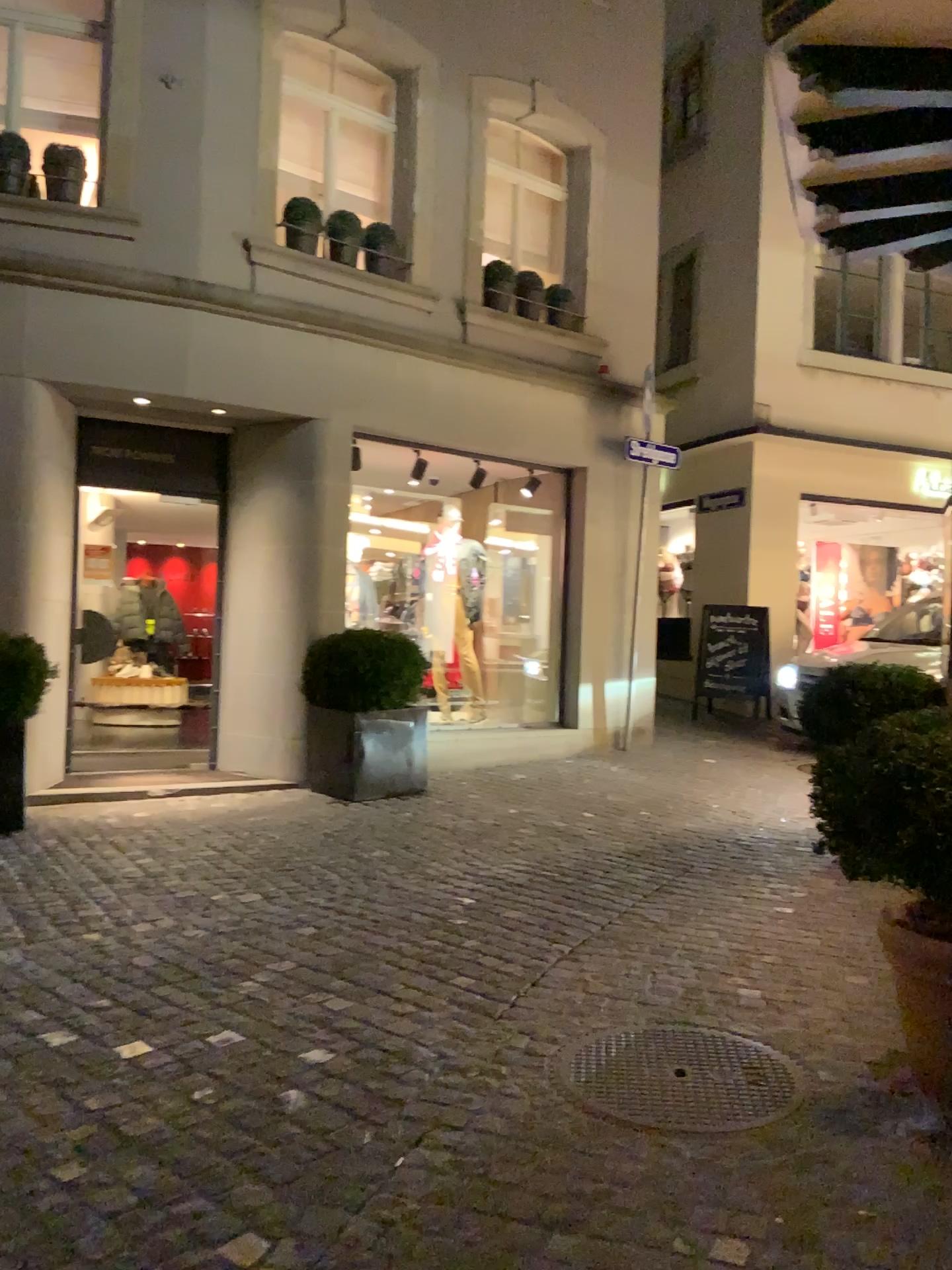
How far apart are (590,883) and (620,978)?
1.17m
